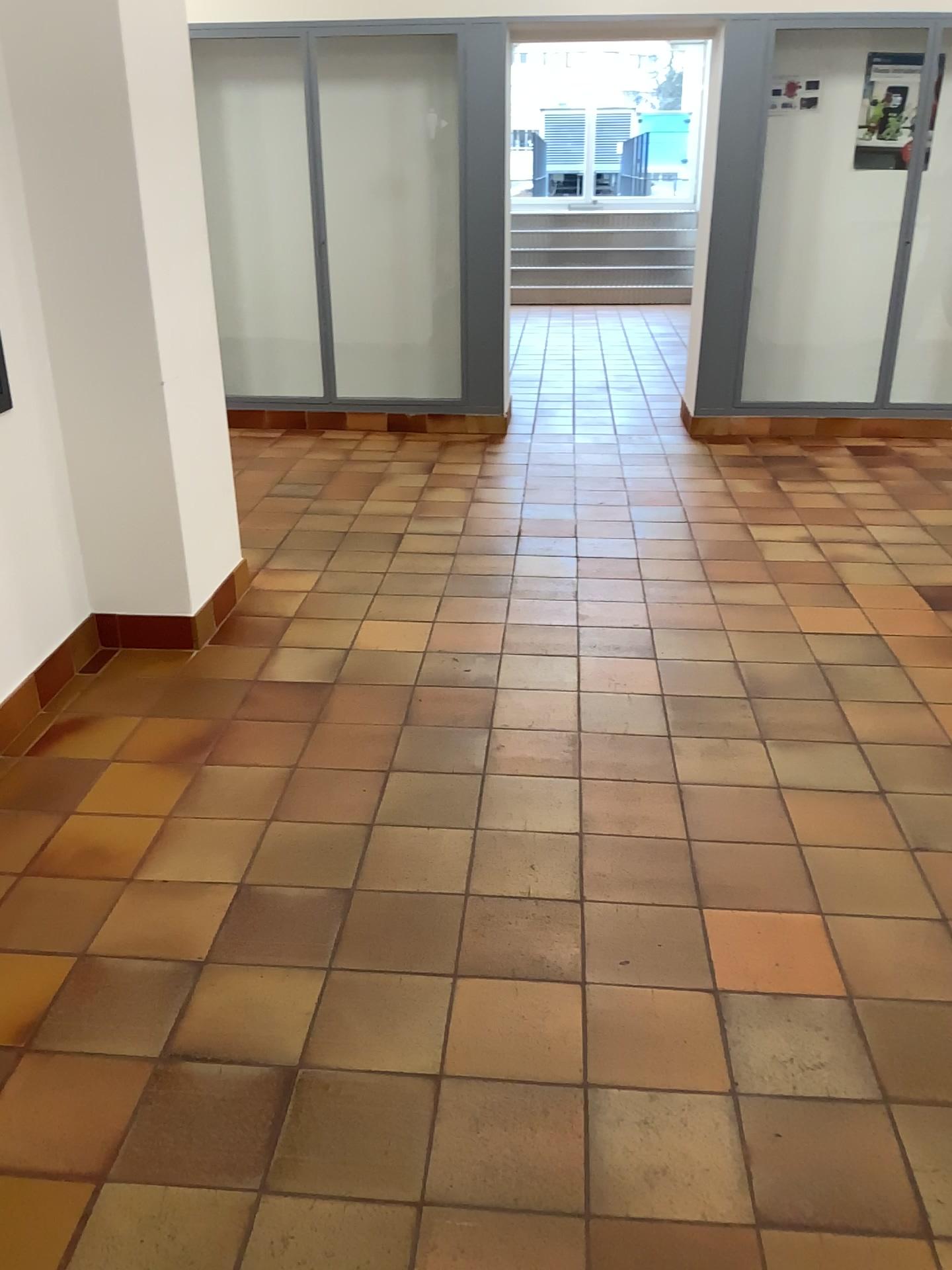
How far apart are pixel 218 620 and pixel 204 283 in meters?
1.1
